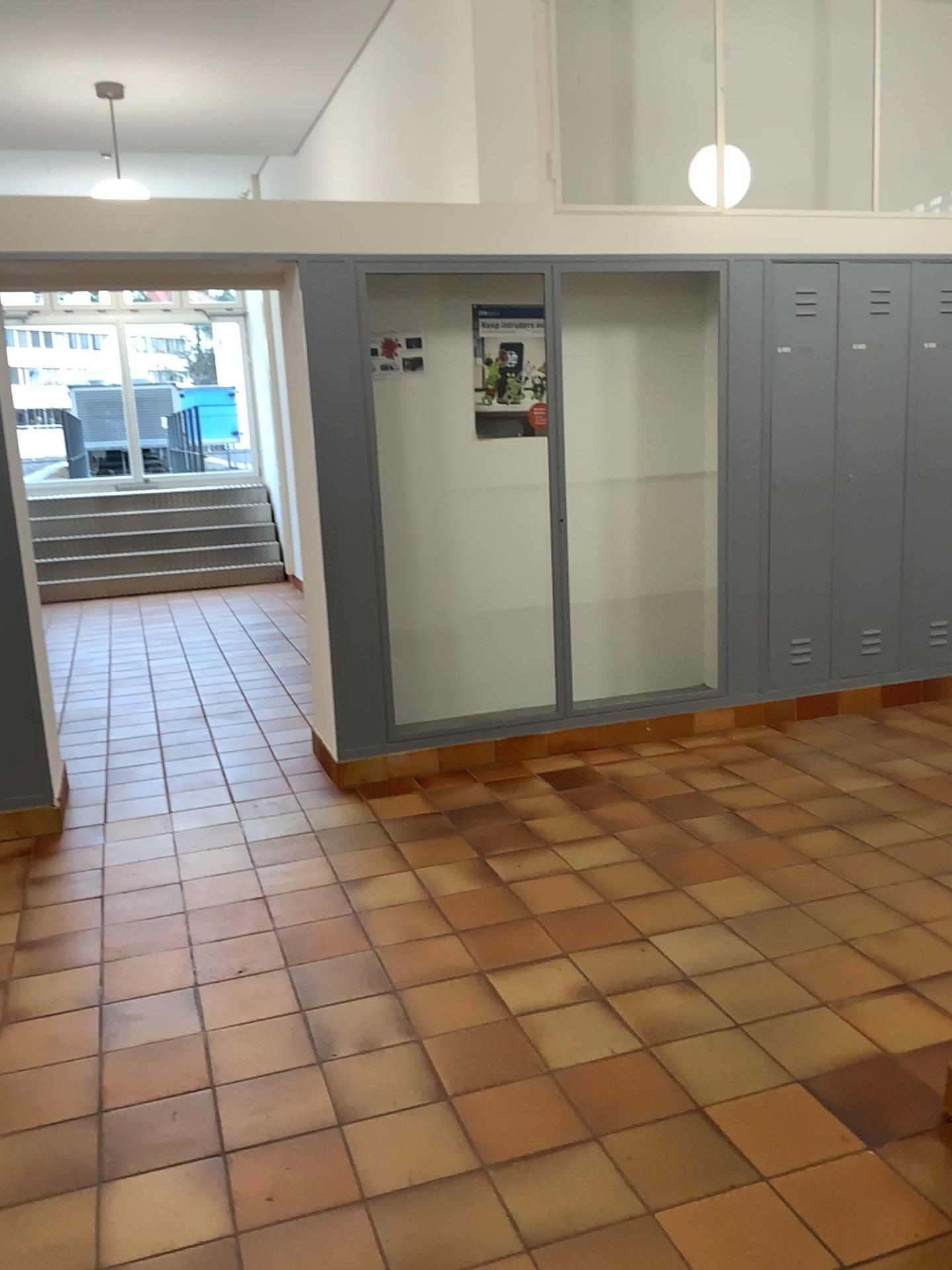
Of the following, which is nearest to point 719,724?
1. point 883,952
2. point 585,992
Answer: point 883,952

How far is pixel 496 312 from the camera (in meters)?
4.82

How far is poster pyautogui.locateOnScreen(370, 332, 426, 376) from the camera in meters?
4.7

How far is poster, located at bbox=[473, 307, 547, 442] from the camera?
4.8m

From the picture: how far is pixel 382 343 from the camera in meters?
4.7 m

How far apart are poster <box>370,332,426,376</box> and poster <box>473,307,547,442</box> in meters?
0.3 m

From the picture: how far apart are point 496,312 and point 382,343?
0.56m
